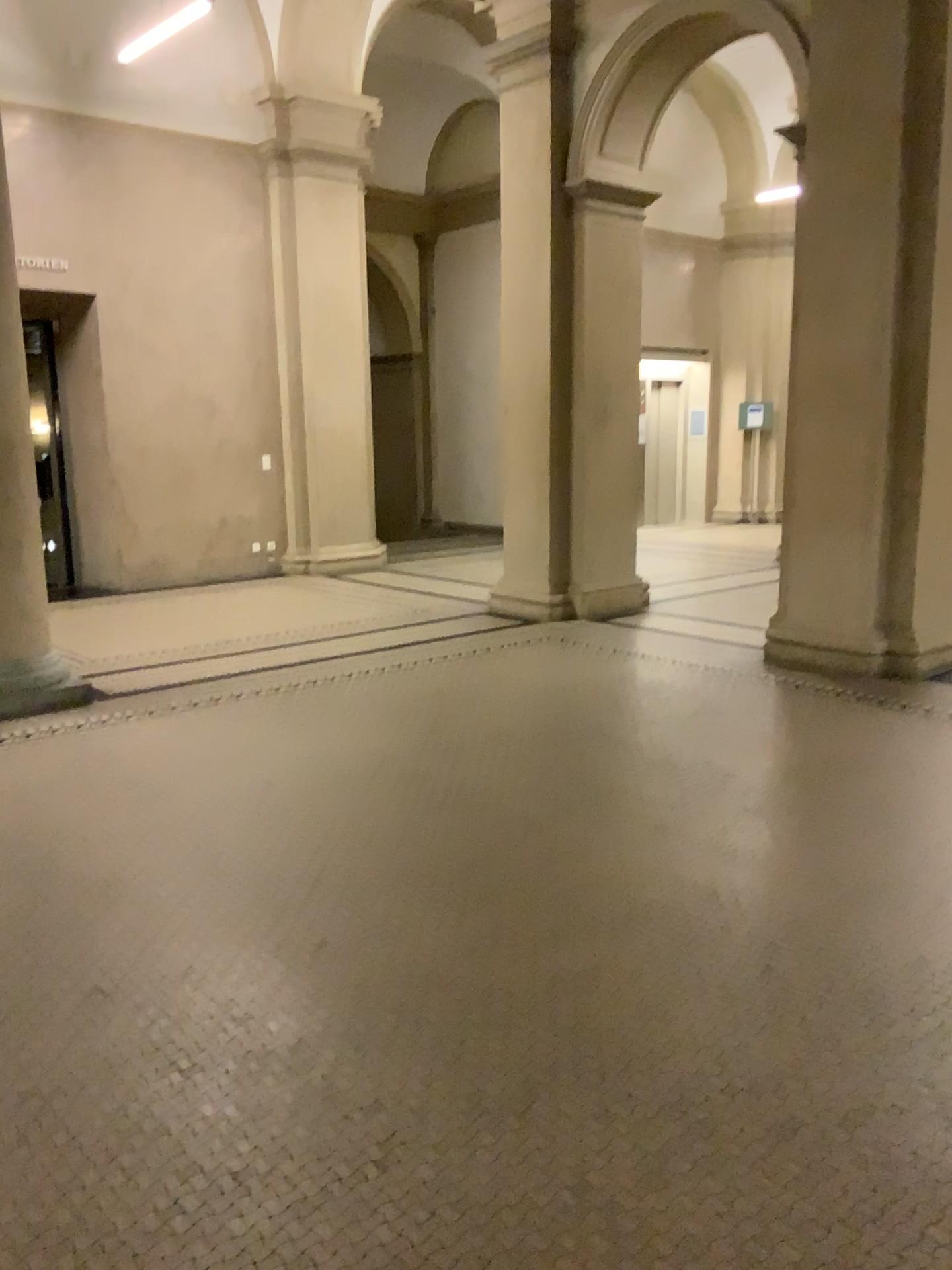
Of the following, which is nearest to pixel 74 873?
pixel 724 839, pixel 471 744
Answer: pixel 471 744
